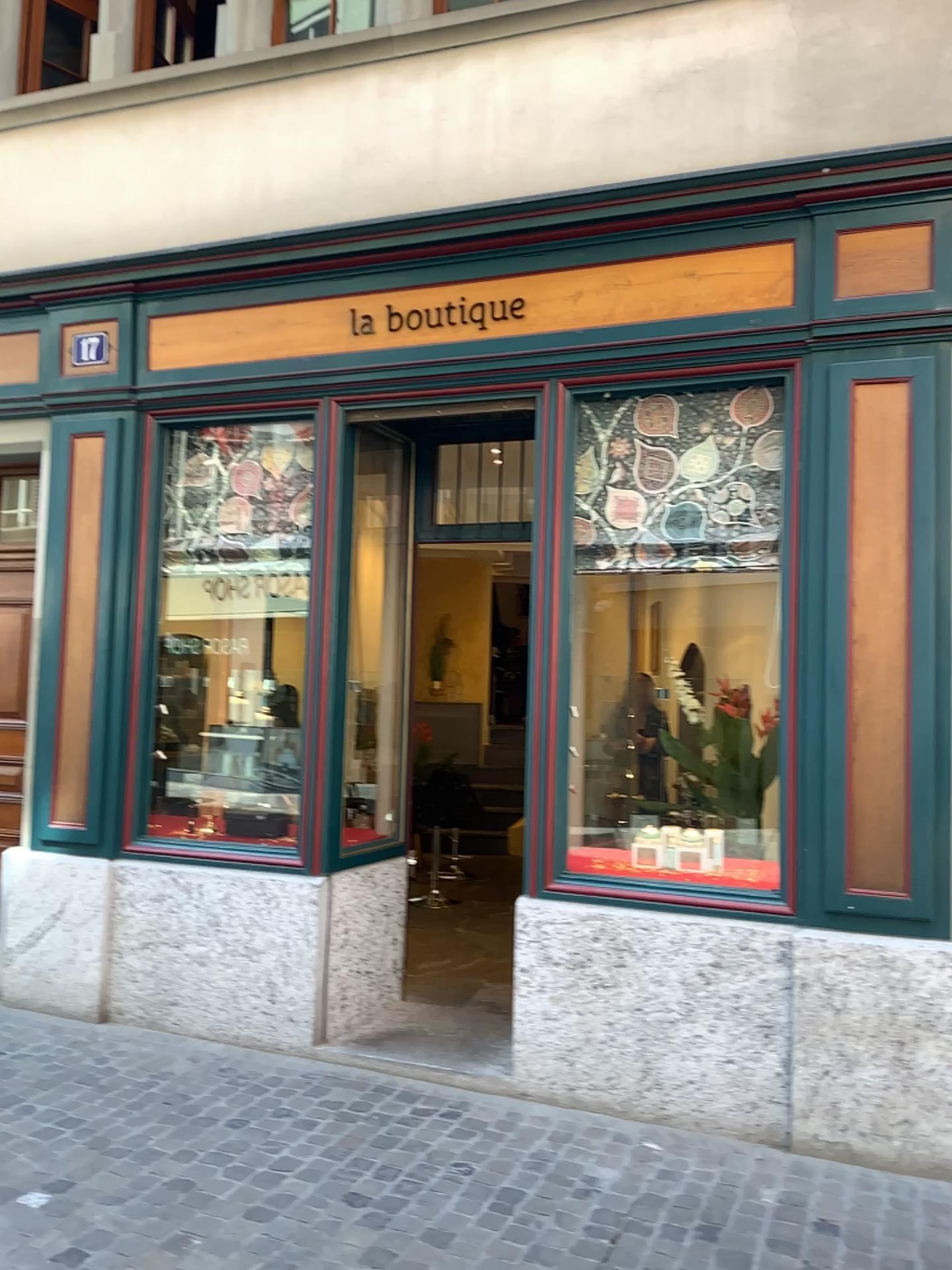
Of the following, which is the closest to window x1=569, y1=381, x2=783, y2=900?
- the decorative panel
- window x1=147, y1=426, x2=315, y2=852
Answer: window x1=147, y1=426, x2=315, y2=852

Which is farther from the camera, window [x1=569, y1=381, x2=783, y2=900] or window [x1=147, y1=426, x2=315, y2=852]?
window [x1=147, y1=426, x2=315, y2=852]

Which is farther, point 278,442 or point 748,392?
point 278,442

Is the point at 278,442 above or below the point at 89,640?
above

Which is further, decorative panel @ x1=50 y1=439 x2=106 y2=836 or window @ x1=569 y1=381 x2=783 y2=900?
decorative panel @ x1=50 y1=439 x2=106 y2=836

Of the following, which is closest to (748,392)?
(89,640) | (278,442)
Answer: (278,442)

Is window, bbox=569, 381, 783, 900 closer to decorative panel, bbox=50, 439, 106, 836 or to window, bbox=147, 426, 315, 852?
window, bbox=147, 426, 315, 852

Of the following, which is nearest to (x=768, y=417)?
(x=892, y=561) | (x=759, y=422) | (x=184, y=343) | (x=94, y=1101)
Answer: (x=759, y=422)
